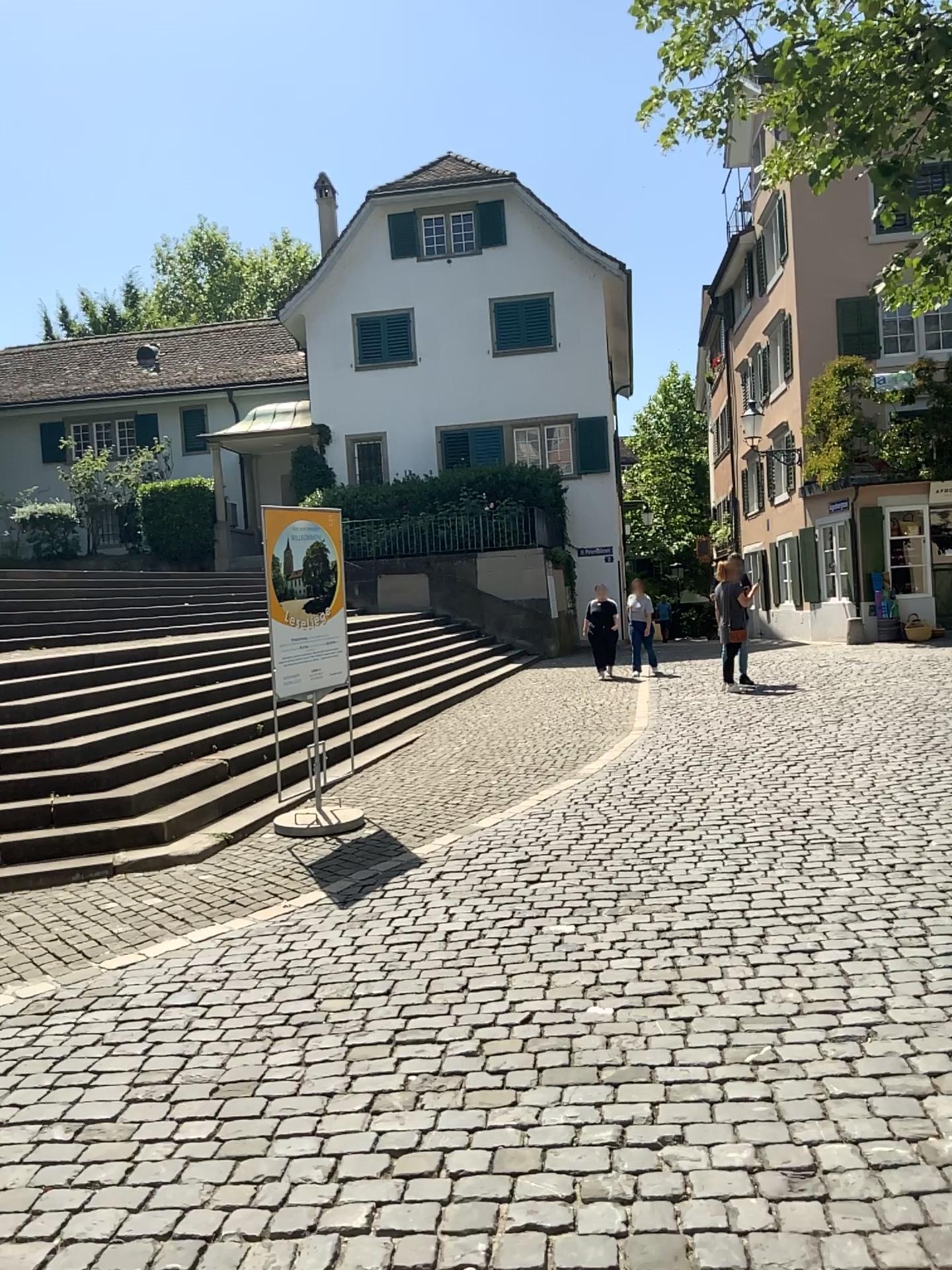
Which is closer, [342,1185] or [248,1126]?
[342,1185]
